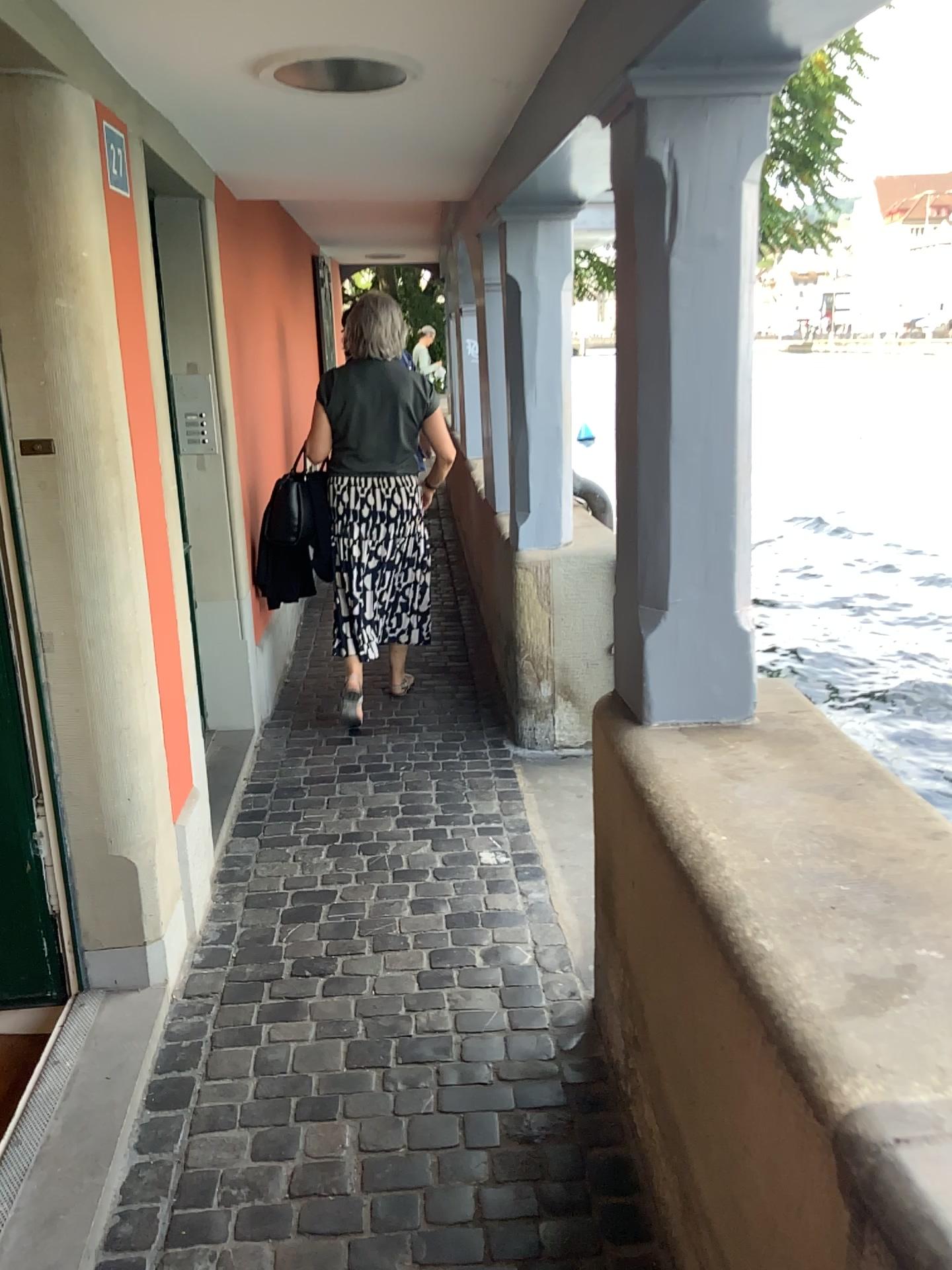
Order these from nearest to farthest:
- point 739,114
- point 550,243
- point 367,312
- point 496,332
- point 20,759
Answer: point 739,114, point 20,759, point 550,243, point 367,312, point 496,332

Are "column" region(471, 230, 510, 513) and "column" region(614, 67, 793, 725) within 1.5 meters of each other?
no

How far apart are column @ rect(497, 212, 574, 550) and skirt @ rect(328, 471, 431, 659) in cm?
49

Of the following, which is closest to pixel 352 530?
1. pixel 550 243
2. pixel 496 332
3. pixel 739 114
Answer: pixel 496 332

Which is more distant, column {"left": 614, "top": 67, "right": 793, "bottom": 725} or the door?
the door

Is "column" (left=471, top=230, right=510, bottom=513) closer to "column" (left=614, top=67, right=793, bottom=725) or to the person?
the person

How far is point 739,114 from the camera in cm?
173

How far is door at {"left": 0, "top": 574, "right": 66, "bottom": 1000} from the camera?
2.3 meters

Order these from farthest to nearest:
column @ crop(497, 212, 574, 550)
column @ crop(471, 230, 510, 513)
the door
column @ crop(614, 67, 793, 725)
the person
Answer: column @ crop(471, 230, 510, 513) → the person → column @ crop(497, 212, 574, 550) → the door → column @ crop(614, 67, 793, 725)

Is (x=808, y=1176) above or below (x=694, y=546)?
below
